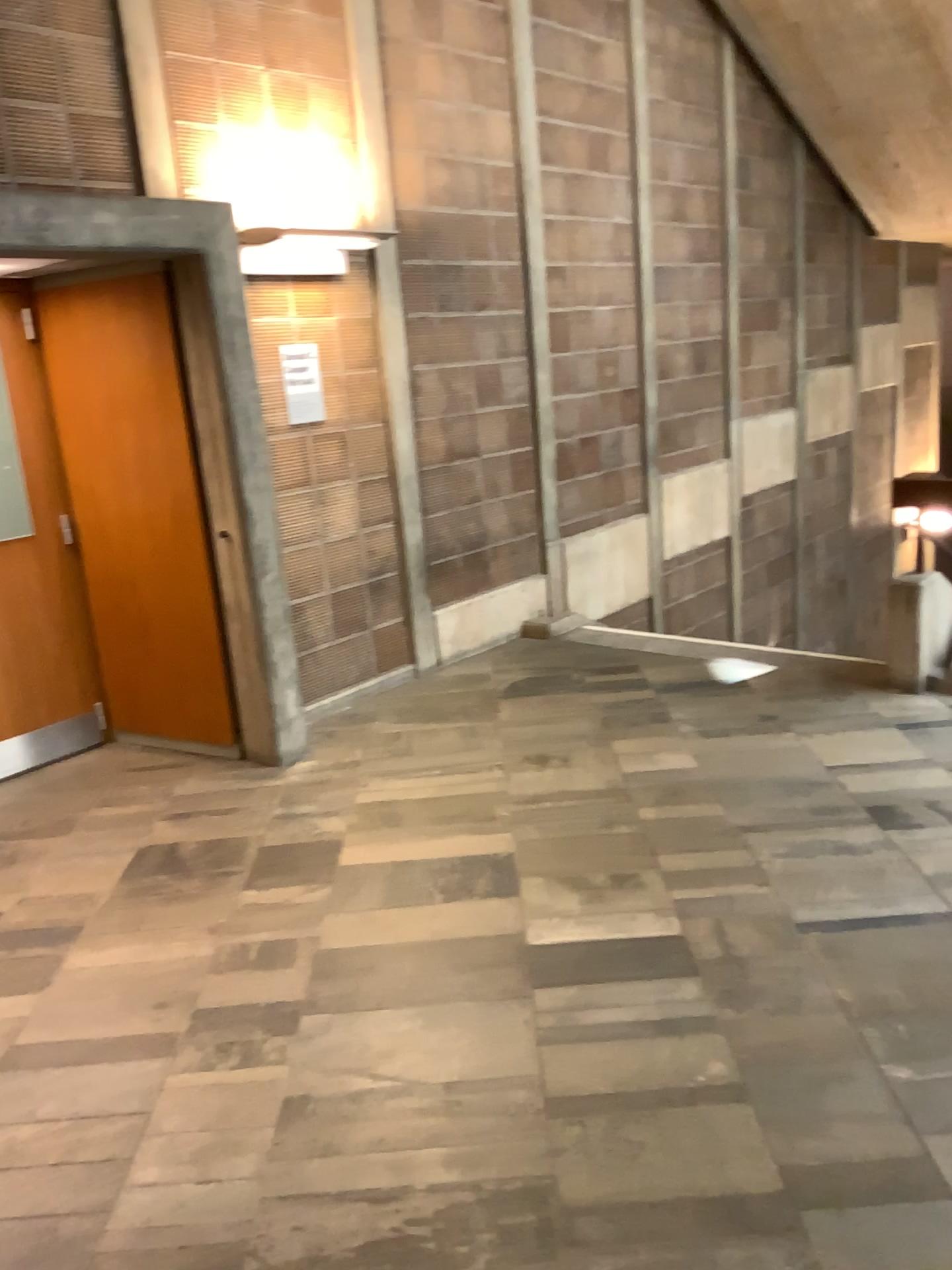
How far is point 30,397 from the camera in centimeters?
452cm

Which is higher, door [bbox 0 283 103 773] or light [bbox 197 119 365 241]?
light [bbox 197 119 365 241]

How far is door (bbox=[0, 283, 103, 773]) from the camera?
4.5m

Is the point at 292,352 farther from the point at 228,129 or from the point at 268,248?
the point at 228,129

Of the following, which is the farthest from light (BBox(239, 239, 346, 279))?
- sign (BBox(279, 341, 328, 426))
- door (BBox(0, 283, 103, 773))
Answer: door (BBox(0, 283, 103, 773))

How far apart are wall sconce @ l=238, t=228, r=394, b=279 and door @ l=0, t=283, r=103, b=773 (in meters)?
0.98

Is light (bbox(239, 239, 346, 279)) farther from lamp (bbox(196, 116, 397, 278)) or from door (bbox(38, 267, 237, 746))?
door (bbox(38, 267, 237, 746))

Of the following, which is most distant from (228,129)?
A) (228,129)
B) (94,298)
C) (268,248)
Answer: (94,298)

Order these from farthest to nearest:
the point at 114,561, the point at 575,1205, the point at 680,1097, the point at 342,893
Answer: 1. the point at 114,561
2. the point at 342,893
3. the point at 680,1097
4. the point at 575,1205

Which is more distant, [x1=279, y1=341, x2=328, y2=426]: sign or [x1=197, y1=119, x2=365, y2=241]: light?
[x1=279, y1=341, x2=328, y2=426]: sign
